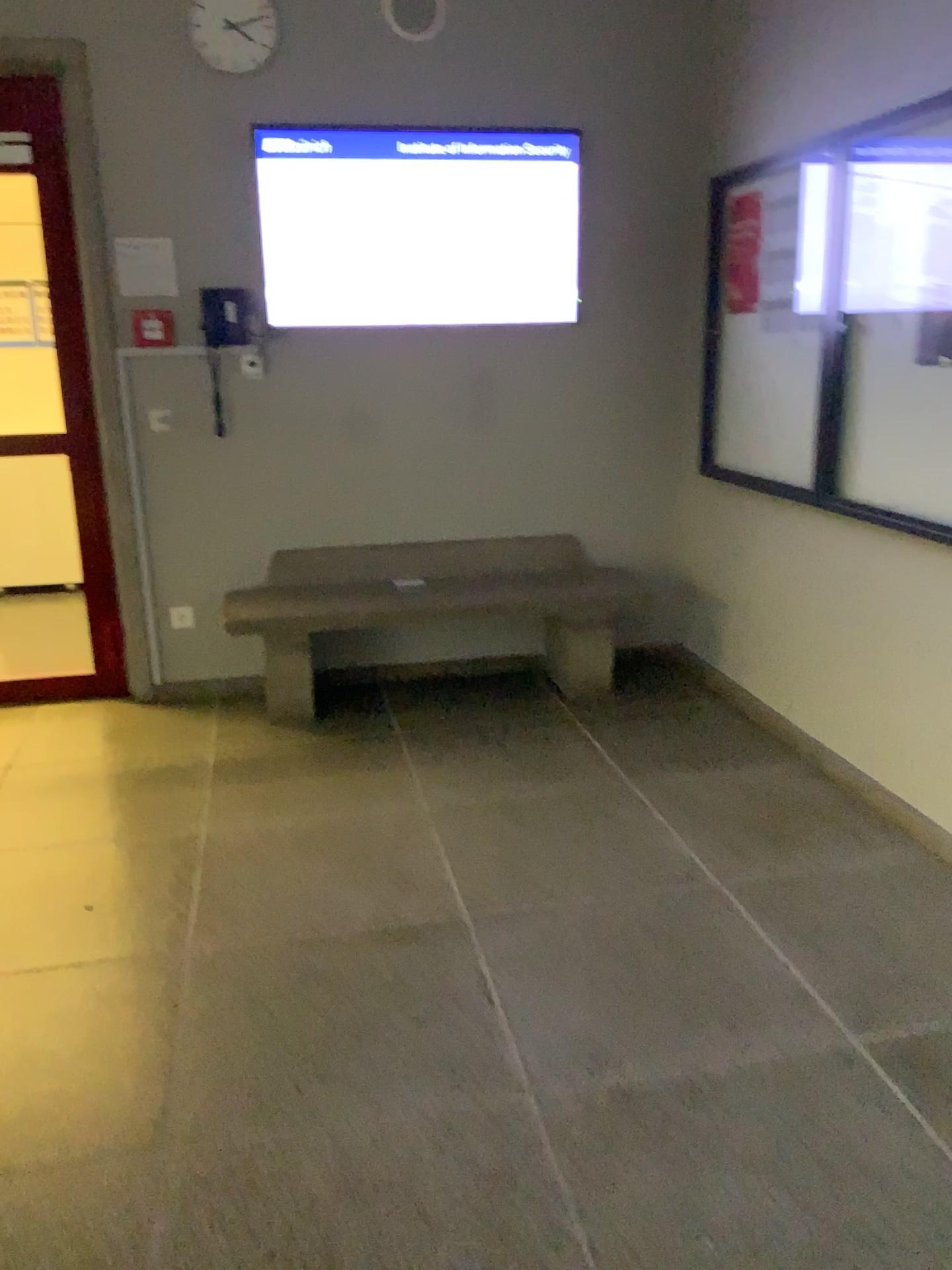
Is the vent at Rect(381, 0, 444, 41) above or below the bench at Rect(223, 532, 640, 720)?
above

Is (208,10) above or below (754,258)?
above

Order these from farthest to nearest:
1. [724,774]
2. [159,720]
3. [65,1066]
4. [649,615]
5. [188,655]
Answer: [649,615], [188,655], [159,720], [724,774], [65,1066]

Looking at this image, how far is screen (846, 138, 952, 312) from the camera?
2.81m

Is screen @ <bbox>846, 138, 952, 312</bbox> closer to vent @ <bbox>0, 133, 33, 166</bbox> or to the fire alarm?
the fire alarm

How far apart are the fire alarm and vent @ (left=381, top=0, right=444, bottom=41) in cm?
141

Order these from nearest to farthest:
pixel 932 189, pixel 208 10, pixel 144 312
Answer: pixel 932 189 → pixel 208 10 → pixel 144 312

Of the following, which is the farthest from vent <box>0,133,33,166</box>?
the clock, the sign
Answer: the sign

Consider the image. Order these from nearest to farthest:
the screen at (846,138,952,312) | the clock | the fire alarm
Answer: the screen at (846,138,952,312) → the clock → the fire alarm

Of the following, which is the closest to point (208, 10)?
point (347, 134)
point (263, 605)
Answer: point (347, 134)
